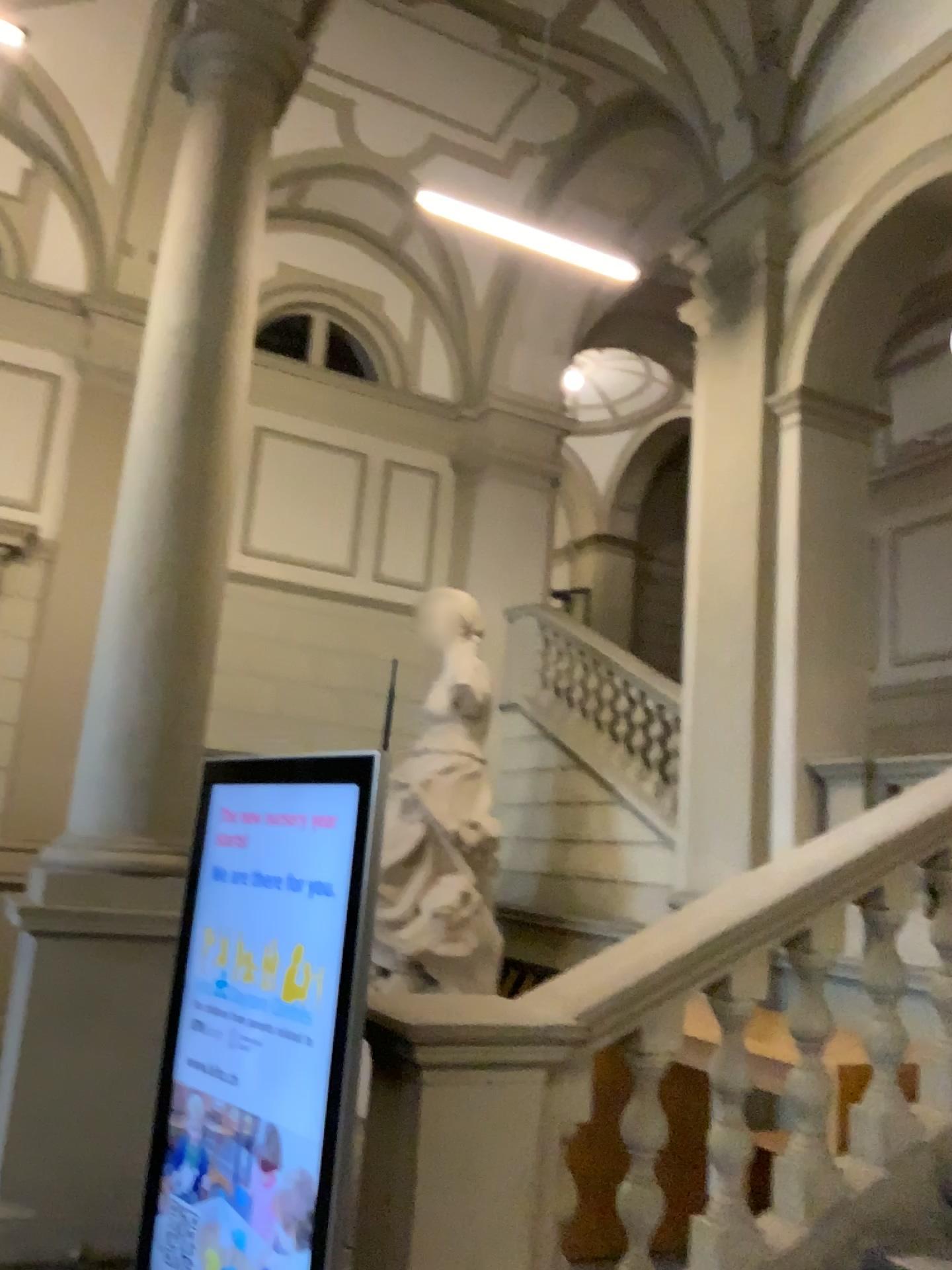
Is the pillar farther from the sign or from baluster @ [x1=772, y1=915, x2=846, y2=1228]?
baluster @ [x1=772, y1=915, x2=846, y2=1228]

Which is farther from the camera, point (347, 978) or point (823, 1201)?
point (823, 1201)

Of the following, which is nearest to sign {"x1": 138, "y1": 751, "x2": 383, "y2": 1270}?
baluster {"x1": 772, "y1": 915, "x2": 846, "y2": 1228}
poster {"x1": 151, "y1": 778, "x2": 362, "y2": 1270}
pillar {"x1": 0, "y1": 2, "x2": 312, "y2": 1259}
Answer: poster {"x1": 151, "y1": 778, "x2": 362, "y2": 1270}

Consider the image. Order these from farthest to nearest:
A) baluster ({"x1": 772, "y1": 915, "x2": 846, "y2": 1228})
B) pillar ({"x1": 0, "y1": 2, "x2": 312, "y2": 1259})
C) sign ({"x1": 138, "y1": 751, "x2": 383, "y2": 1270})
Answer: pillar ({"x1": 0, "y1": 2, "x2": 312, "y2": 1259}) → baluster ({"x1": 772, "y1": 915, "x2": 846, "y2": 1228}) → sign ({"x1": 138, "y1": 751, "x2": 383, "y2": 1270})

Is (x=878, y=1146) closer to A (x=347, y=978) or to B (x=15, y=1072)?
A (x=347, y=978)

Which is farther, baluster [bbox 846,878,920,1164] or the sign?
baluster [bbox 846,878,920,1164]

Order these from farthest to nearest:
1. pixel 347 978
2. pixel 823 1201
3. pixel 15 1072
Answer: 1. pixel 15 1072
2. pixel 823 1201
3. pixel 347 978

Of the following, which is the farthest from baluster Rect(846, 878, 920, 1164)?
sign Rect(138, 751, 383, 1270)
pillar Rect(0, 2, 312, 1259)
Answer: pillar Rect(0, 2, 312, 1259)

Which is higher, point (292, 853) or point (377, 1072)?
point (292, 853)

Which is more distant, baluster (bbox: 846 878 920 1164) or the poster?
baluster (bbox: 846 878 920 1164)
